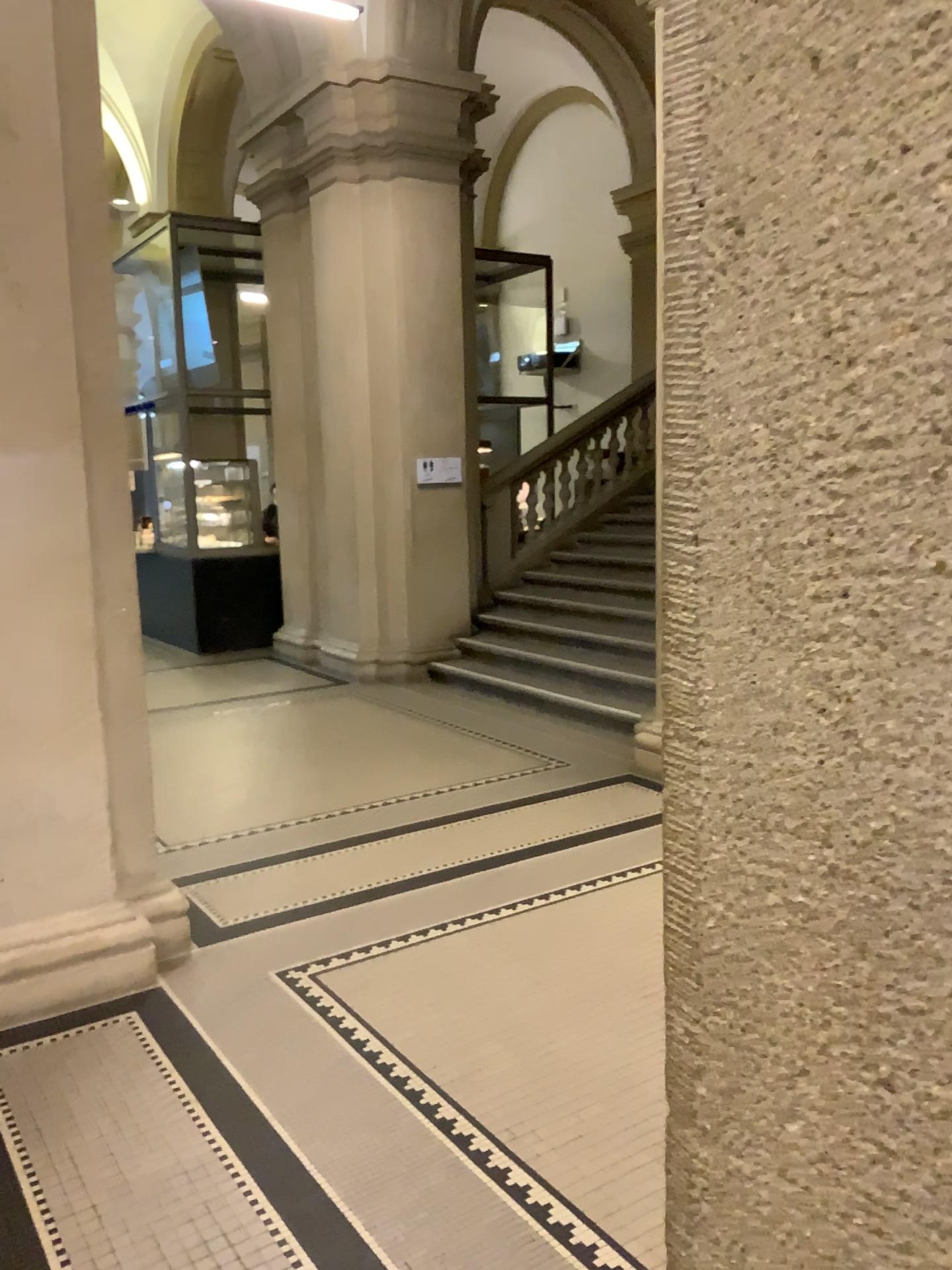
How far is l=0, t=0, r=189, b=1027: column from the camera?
3.2m

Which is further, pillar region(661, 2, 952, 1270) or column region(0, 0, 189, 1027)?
column region(0, 0, 189, 1027)

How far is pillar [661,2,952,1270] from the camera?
0.3m

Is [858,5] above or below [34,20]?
below

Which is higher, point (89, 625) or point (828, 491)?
point (828, 491)

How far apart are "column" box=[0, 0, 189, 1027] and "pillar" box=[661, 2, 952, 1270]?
3.2m

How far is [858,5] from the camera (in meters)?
0.31

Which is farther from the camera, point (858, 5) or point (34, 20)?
point (34, 20)
